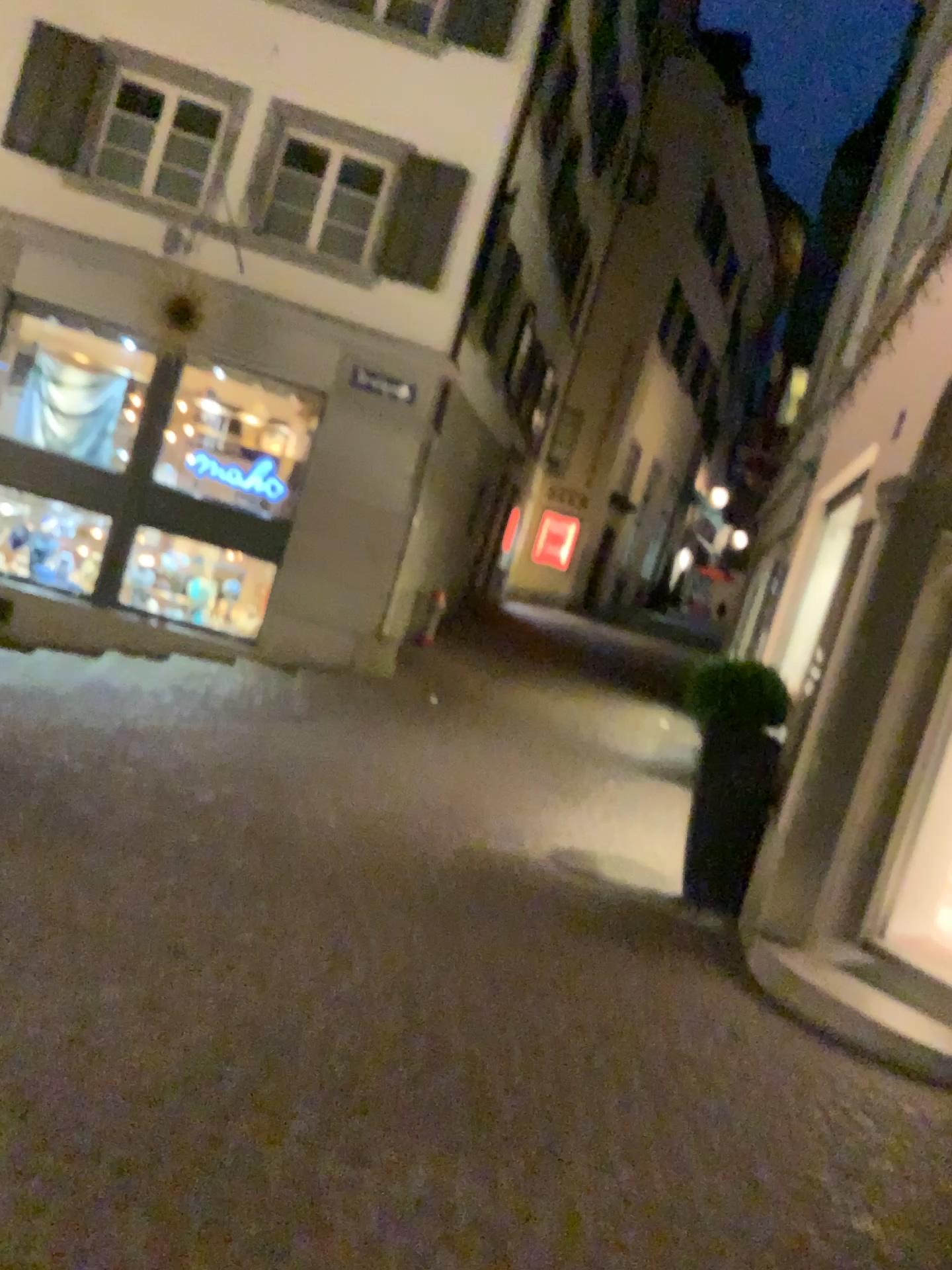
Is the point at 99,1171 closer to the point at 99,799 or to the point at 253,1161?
the point at 253,1161
